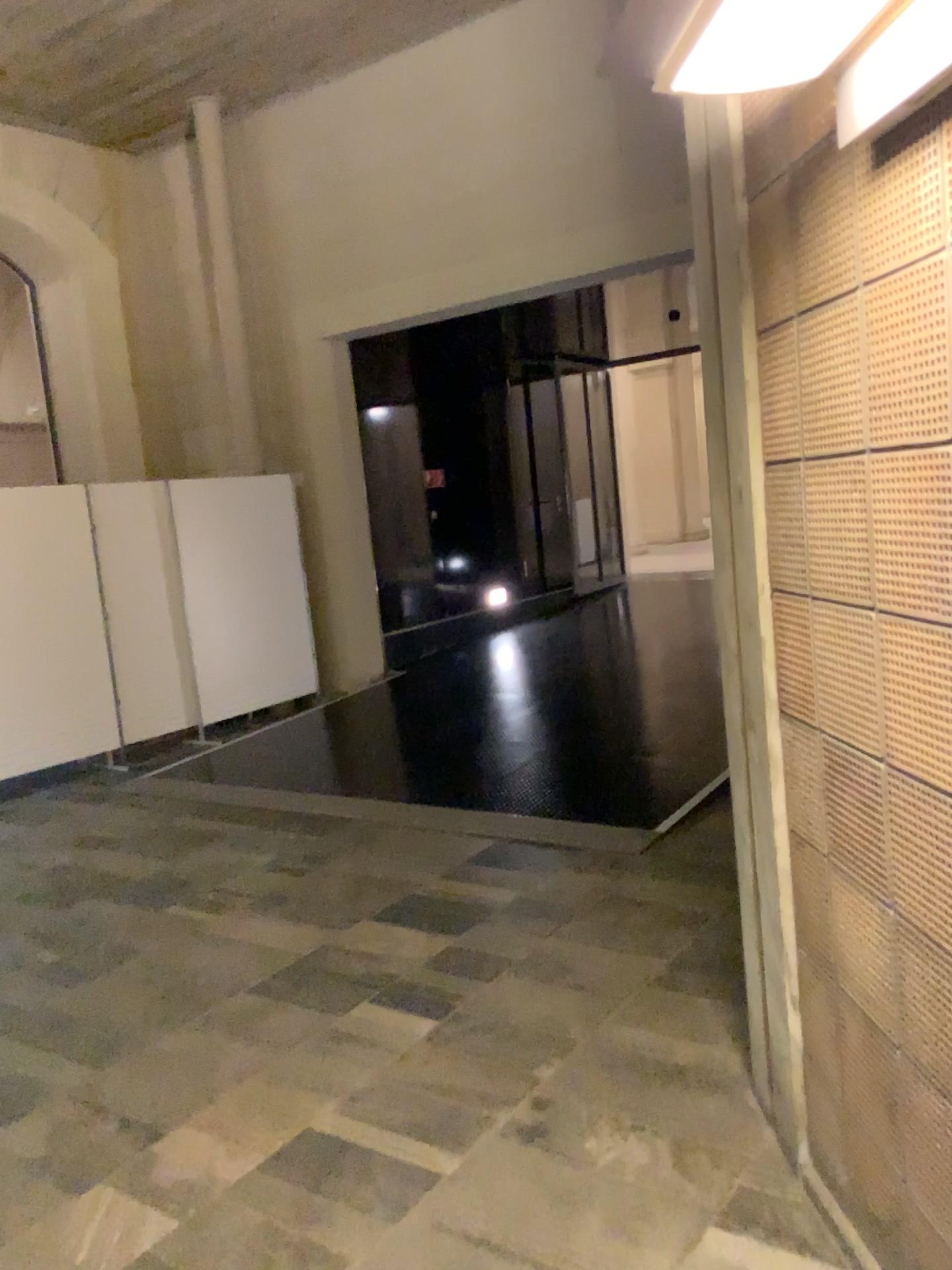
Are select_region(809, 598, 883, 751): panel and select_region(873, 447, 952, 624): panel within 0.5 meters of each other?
yes

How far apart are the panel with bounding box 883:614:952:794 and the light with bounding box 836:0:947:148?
0.71m

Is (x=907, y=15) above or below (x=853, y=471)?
above

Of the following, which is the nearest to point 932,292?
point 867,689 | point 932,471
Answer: point 932,471

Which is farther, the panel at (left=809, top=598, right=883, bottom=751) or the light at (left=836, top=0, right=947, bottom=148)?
the panel at (left=809, top=598, right=883, bottom=751)

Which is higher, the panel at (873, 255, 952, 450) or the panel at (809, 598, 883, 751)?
the panel at (873, 255, 952, 450)

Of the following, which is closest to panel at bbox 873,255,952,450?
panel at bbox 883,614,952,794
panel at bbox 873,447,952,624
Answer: panel at bbox 873,447,952,624

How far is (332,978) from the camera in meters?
3.6

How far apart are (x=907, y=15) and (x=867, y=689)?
1.0m

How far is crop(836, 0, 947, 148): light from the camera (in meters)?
1.29
